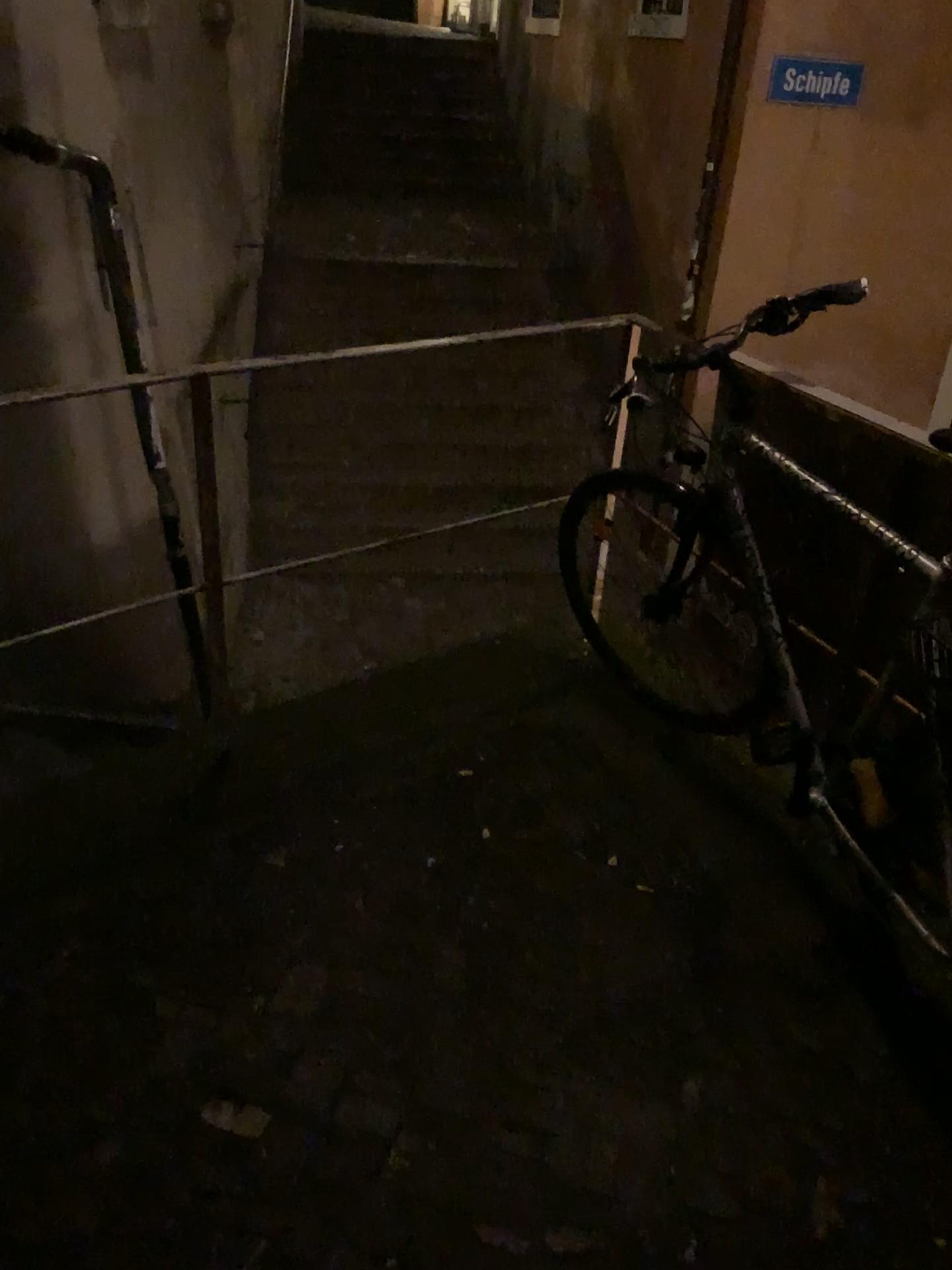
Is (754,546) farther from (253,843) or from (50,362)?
(50,362)
